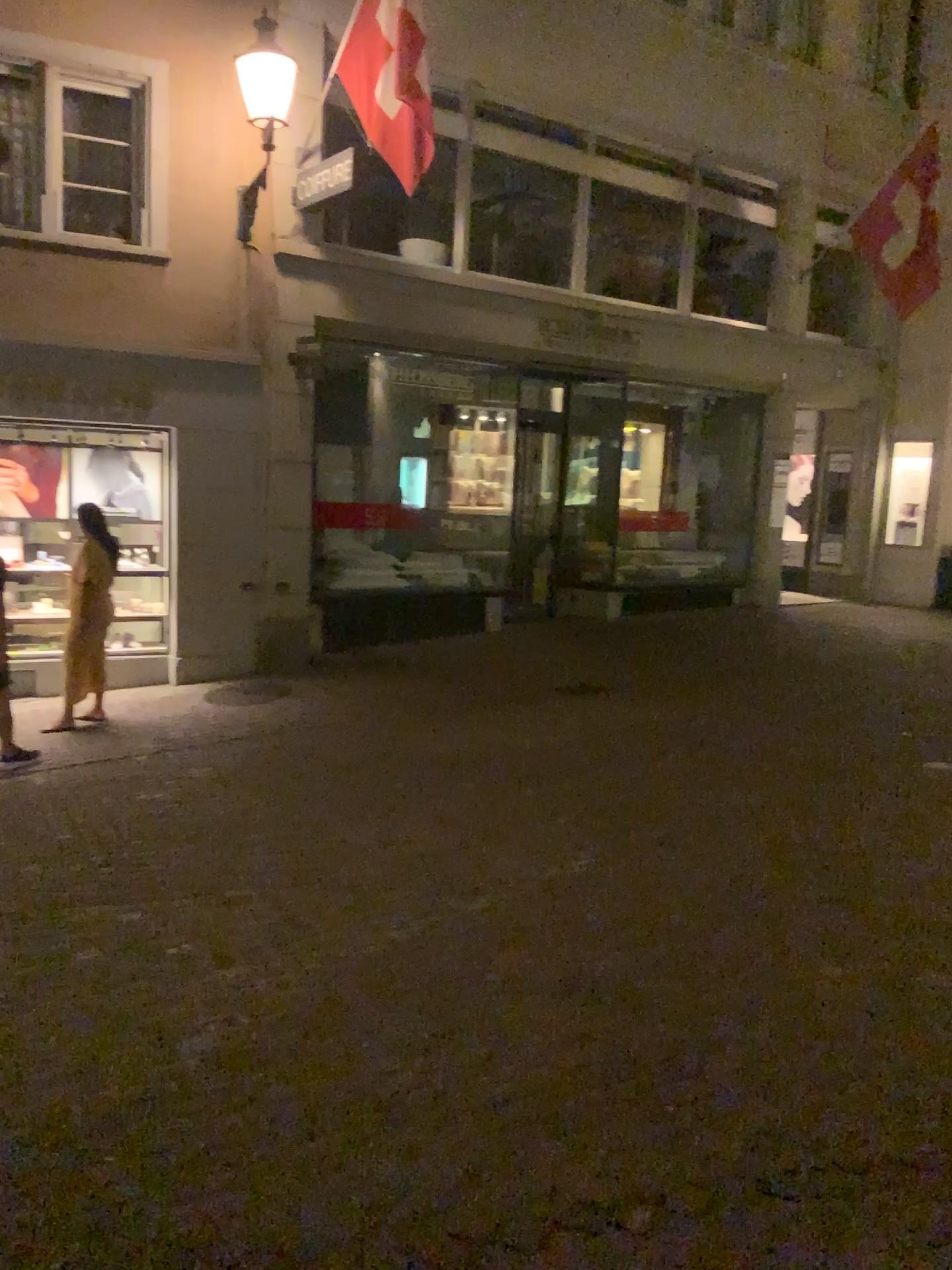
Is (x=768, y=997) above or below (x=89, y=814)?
above
